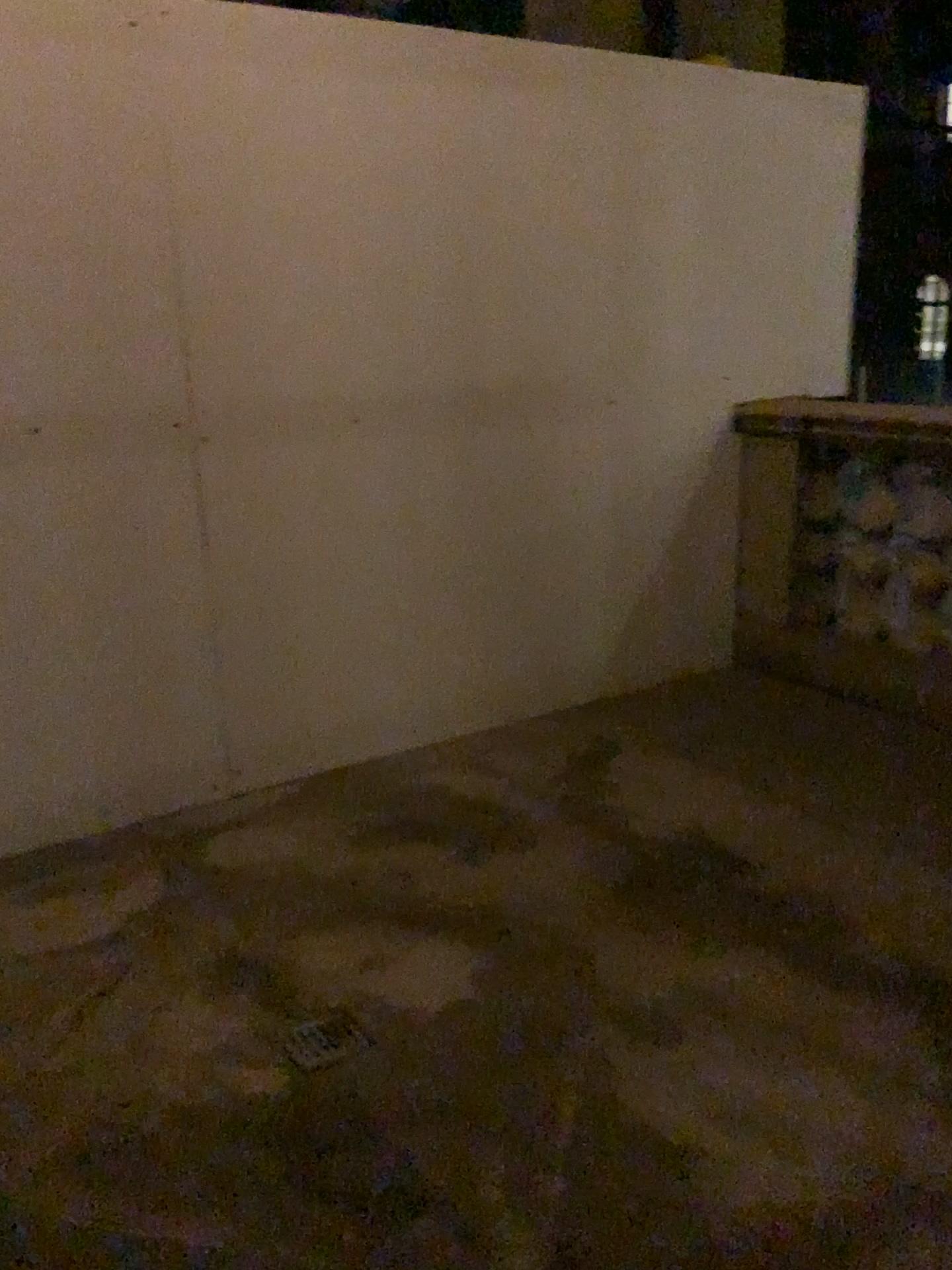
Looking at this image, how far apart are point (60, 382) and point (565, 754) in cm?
179

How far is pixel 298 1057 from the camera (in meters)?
1.98

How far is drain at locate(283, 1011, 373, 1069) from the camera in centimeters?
198cm
